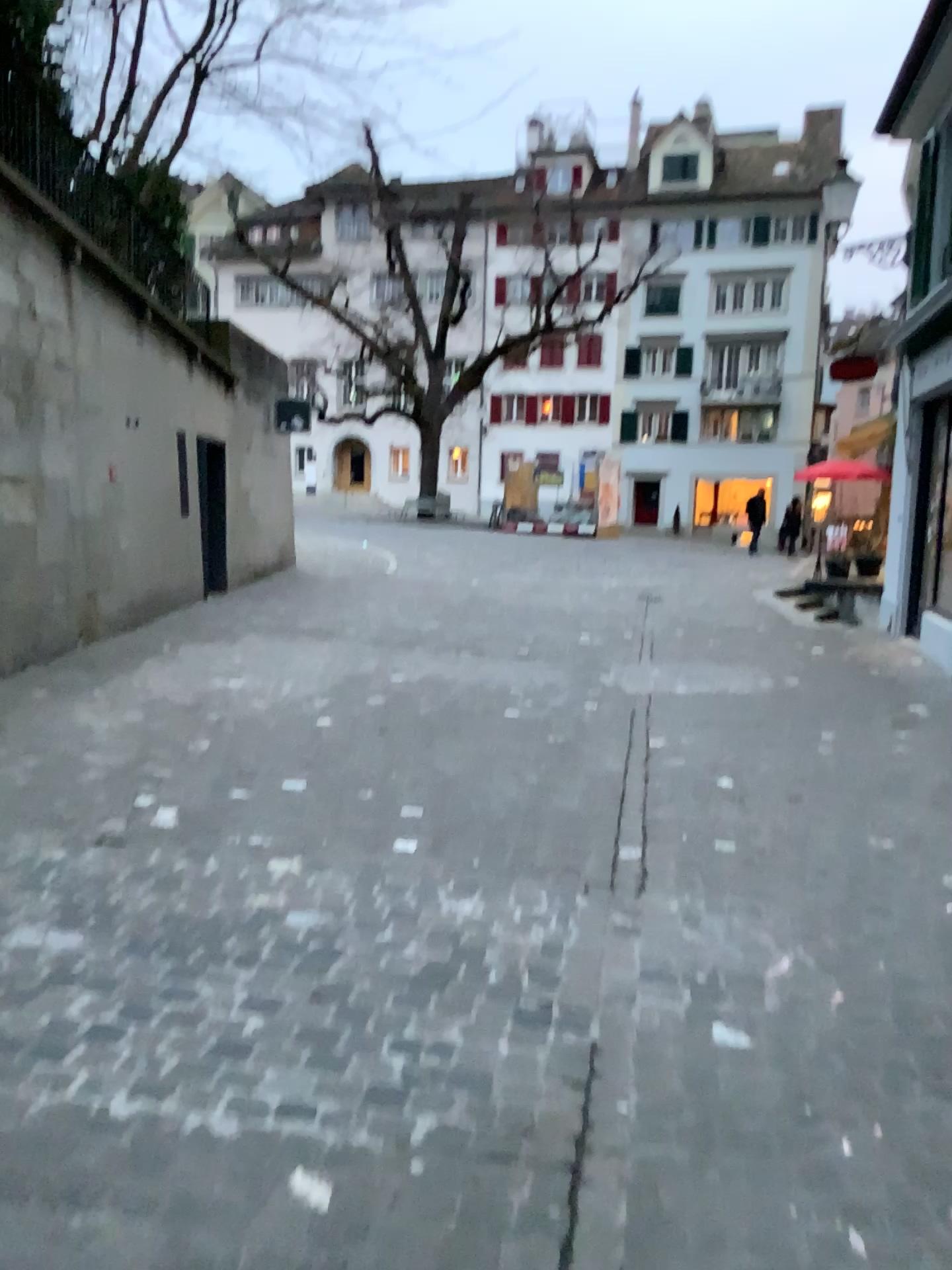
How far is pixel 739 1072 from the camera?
2.45m
